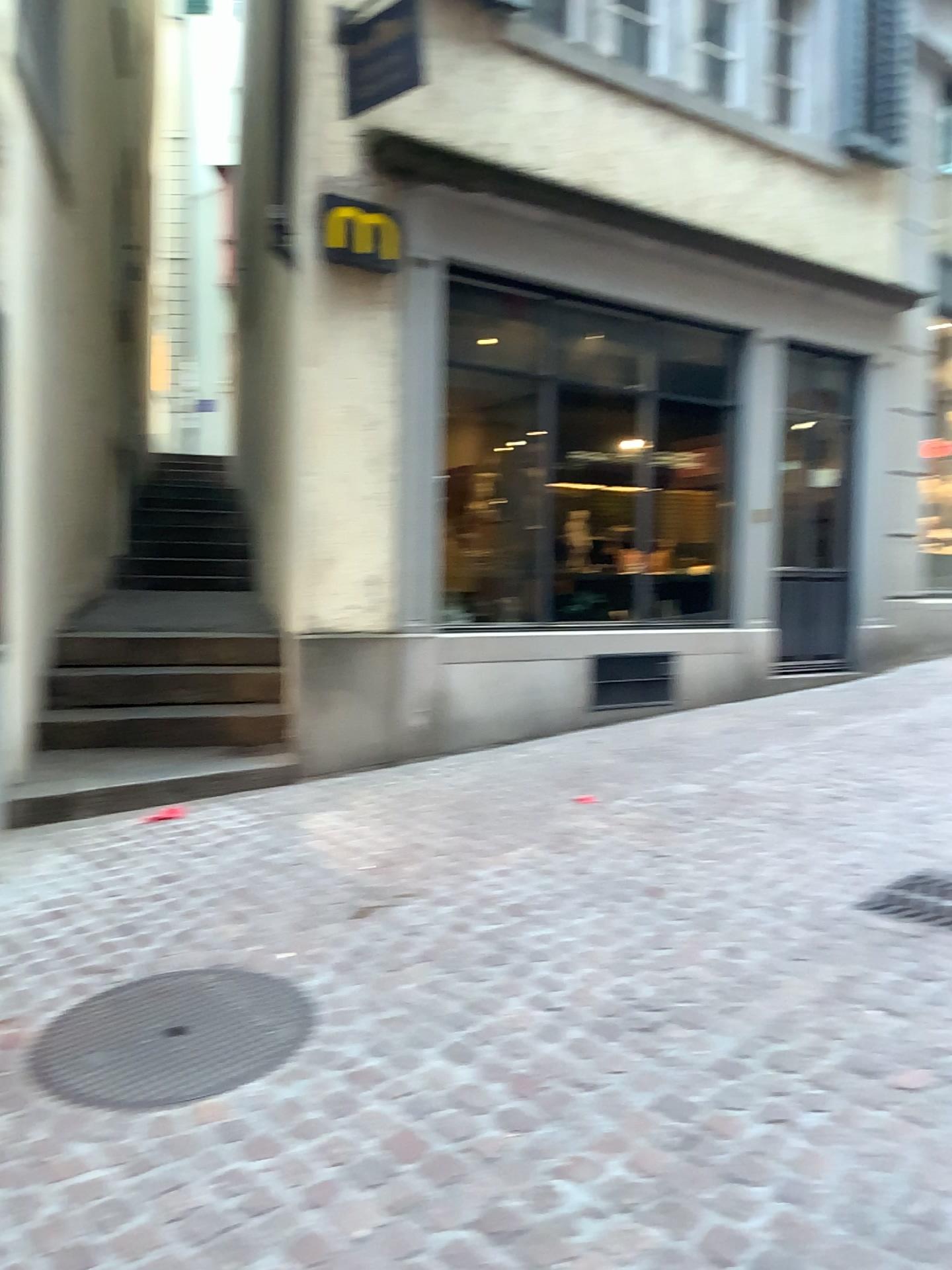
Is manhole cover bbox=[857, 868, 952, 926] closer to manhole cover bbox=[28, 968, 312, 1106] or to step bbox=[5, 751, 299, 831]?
manhole cover bbox=[28, 968, 312, 1106]

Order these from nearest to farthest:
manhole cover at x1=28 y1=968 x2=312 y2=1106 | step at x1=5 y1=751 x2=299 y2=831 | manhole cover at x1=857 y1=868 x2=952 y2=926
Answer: manhole cover at x1=28 y1=968 x2=312 y2=1106
manhole cover at x1=857 y1=868 x2=952 y2=926
step at x1=5 y1=751 x2=299 y2=831

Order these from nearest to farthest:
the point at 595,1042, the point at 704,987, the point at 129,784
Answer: the point at 595,1042 < the point at 704,987 < the point at 129,784

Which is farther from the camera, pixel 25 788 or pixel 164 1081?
pixel 25 788

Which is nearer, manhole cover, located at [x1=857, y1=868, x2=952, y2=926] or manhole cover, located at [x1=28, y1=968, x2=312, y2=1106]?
manhole cover, located at [x1=28, y1=968, x2=312, y2=1106]

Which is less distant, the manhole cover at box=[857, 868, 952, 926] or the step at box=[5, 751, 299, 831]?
the manhole cover at box=[857, 868, 952, 926]

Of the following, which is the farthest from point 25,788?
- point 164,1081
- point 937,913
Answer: point 937,913

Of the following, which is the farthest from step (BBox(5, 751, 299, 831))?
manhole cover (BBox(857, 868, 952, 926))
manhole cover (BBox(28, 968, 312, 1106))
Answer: manhole cover (BBox(857, 868, 952, 926))

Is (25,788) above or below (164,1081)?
above
